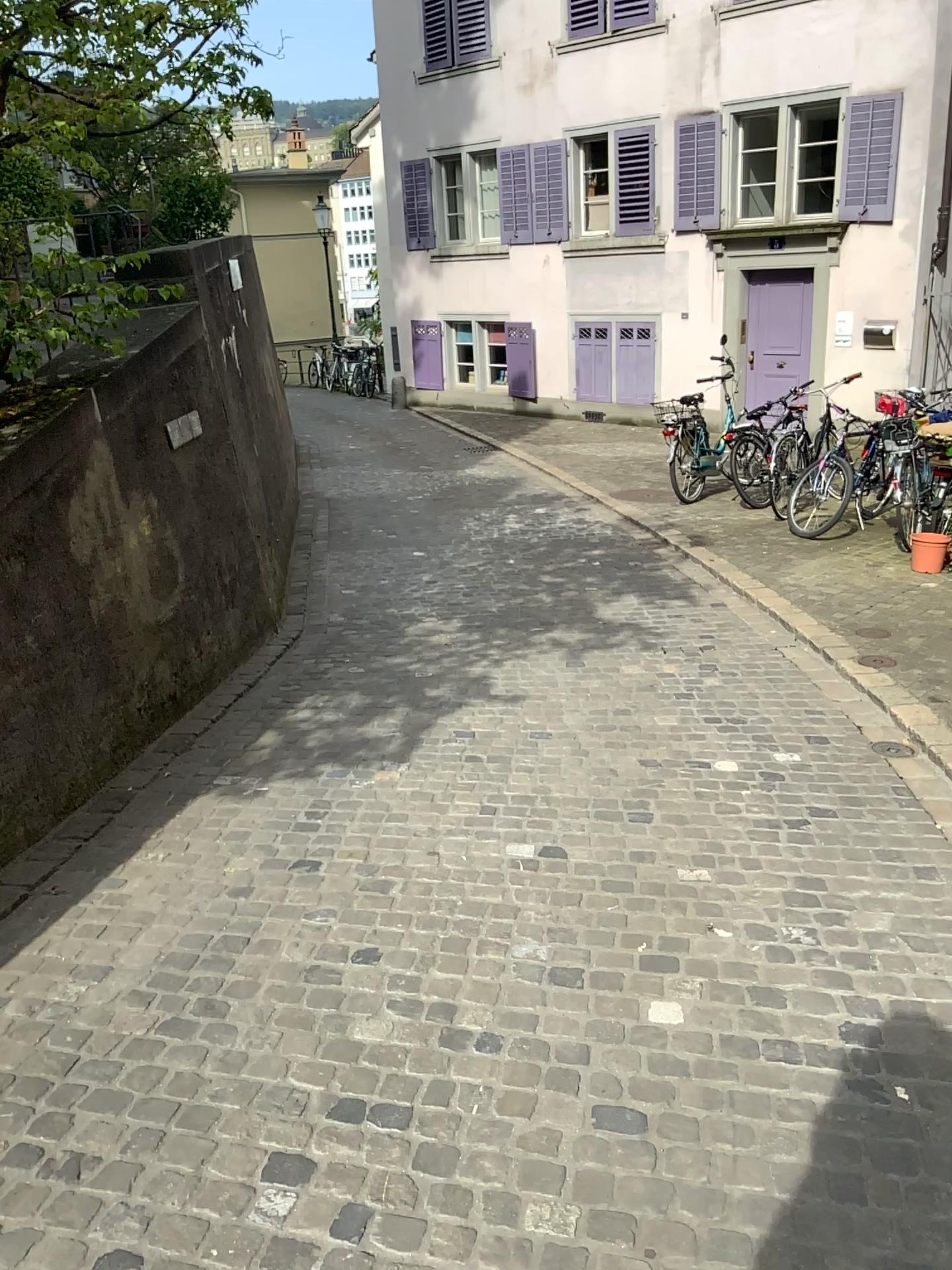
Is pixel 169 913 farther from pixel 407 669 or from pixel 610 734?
pixel 407 669
